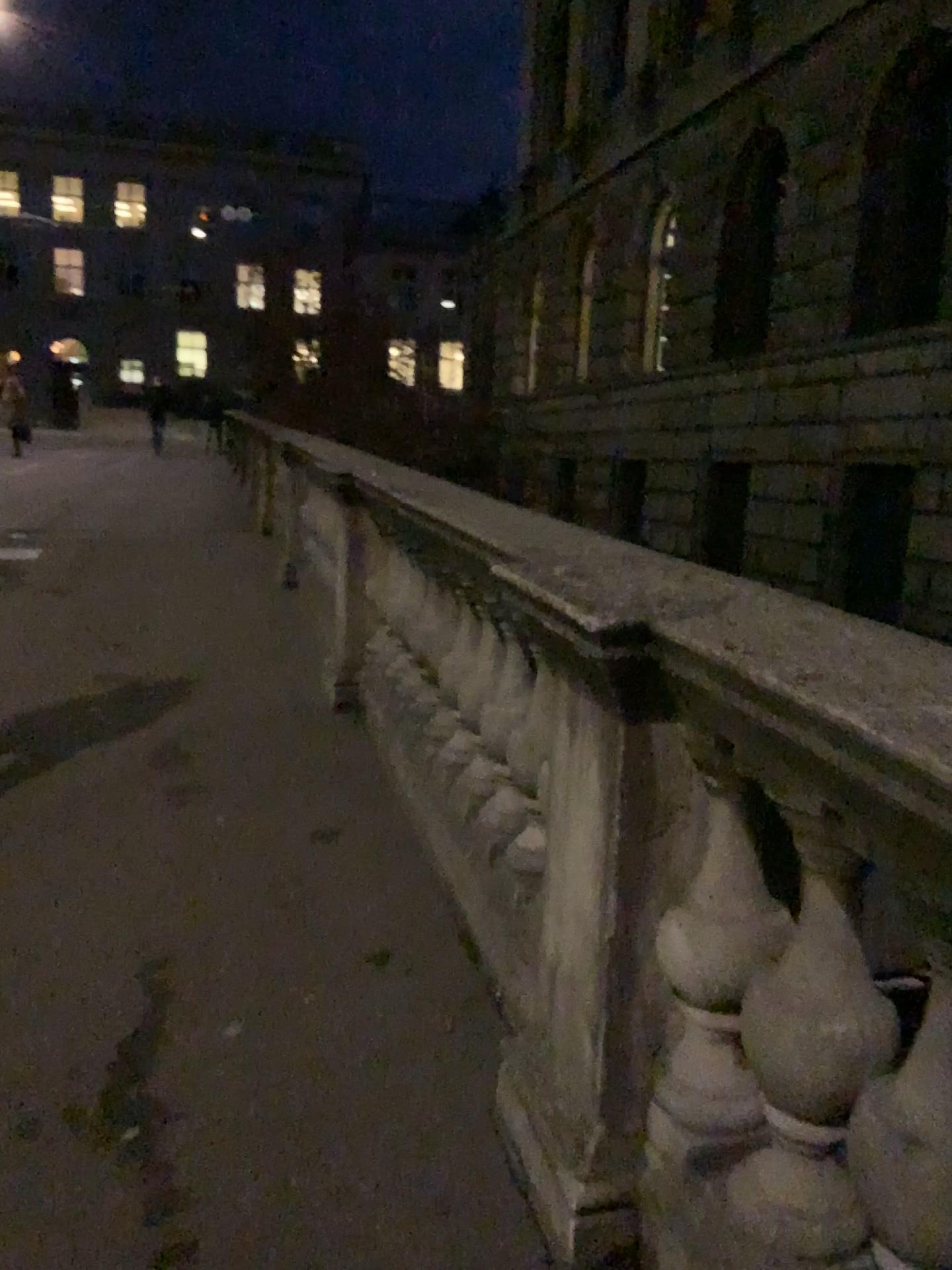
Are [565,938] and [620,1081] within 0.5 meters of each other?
yes
